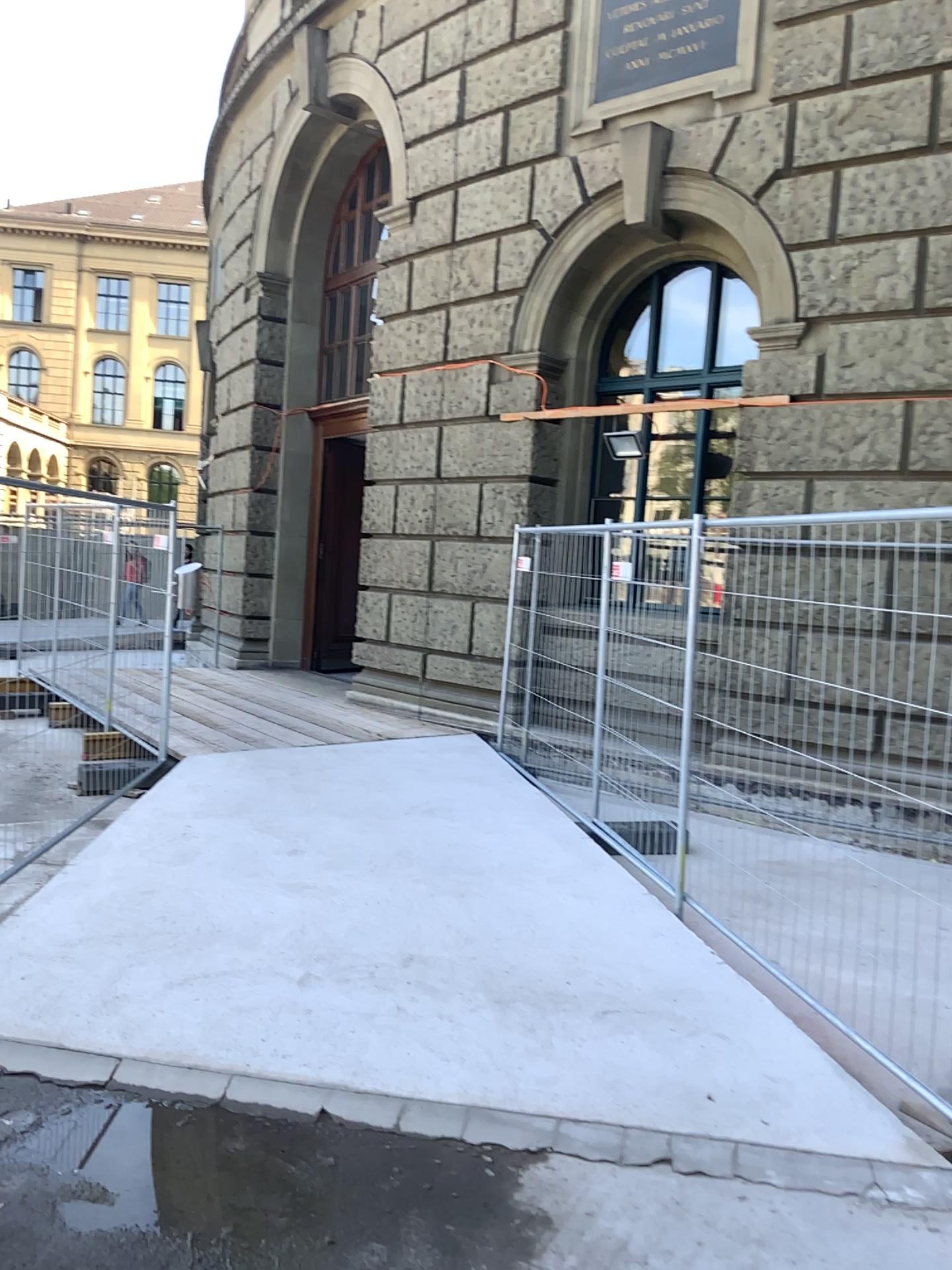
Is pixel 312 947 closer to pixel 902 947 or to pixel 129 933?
pixel 129 933
